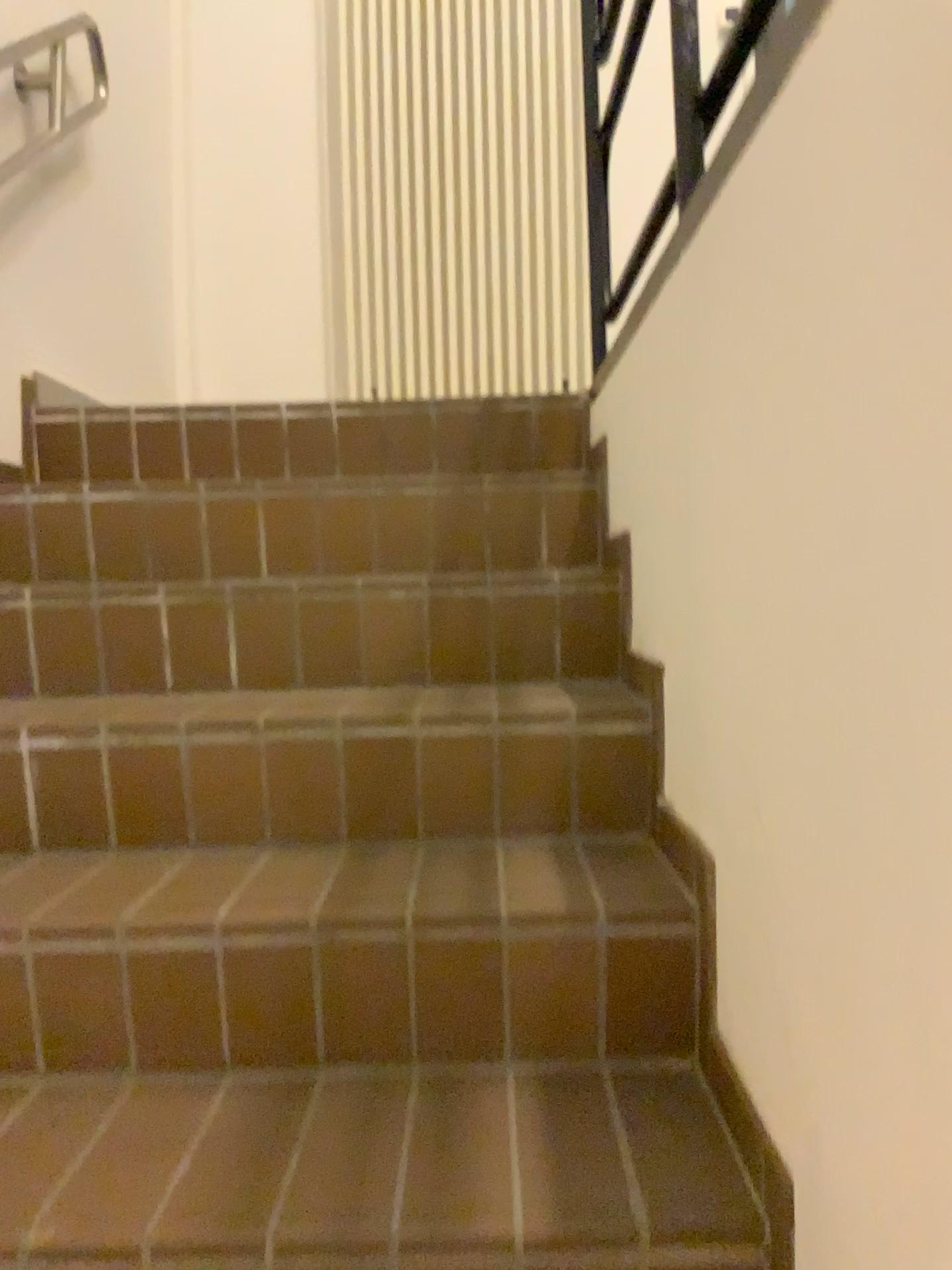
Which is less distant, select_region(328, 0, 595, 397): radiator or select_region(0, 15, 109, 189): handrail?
select_region(0, 15, 109, 189): handrail

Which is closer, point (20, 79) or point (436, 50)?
→ point (20, 79)

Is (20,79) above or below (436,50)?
below

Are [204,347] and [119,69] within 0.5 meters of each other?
no

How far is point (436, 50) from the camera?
3.29m

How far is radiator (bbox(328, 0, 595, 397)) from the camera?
3.3 meters
